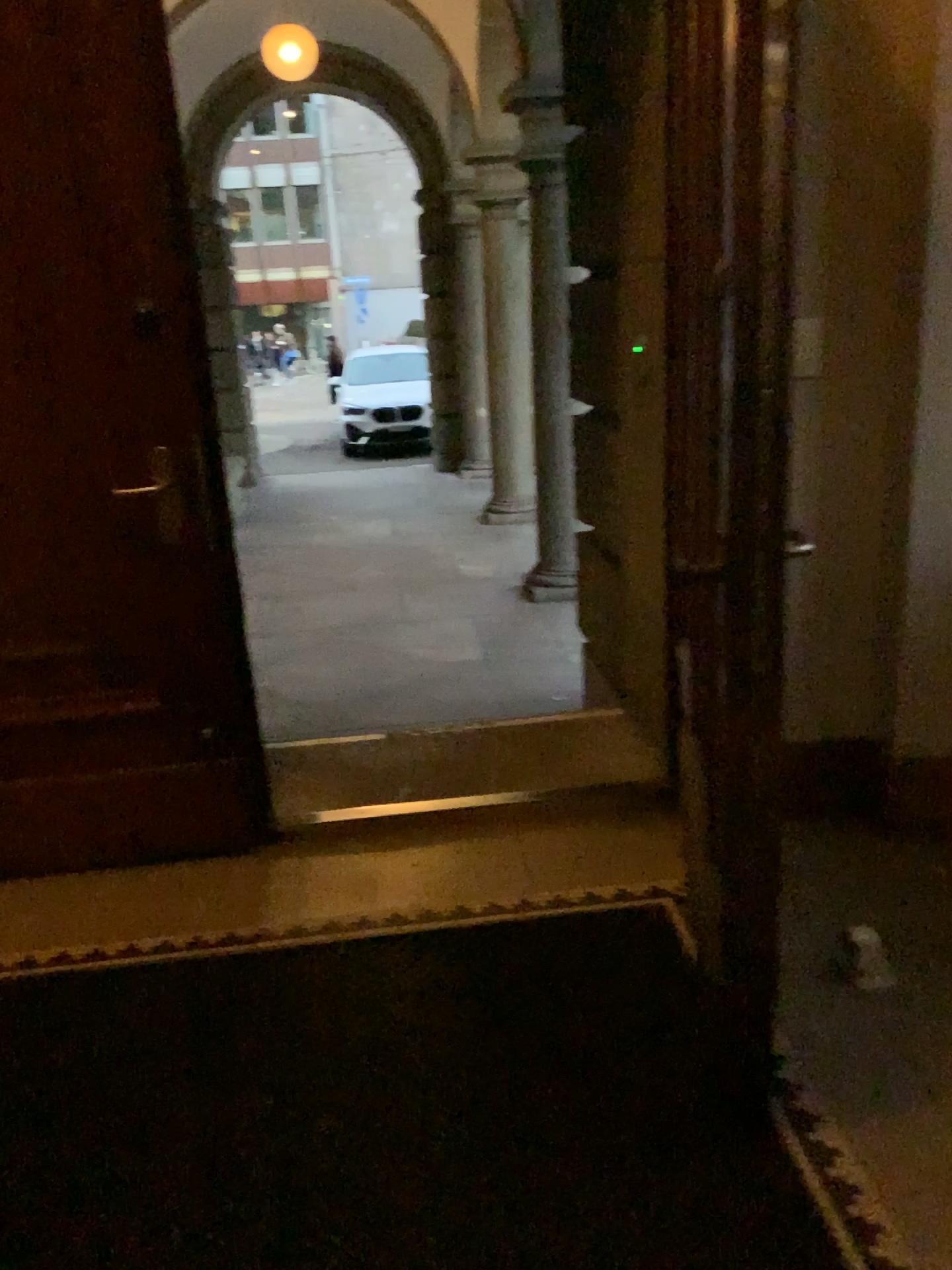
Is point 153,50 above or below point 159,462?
above

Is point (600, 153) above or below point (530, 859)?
above
